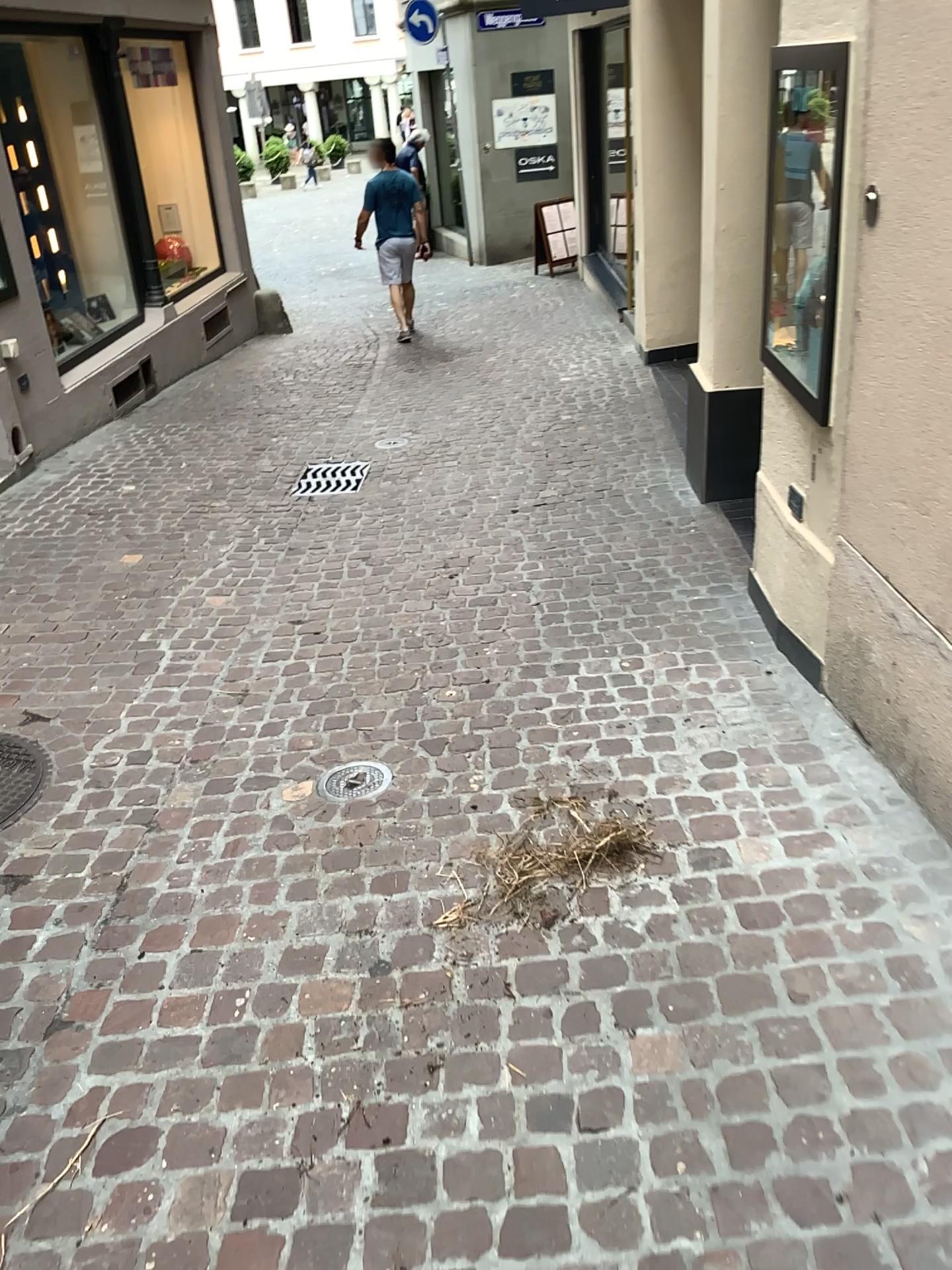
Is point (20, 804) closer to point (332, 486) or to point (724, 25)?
point (332, 486)

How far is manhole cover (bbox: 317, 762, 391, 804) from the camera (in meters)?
2.86

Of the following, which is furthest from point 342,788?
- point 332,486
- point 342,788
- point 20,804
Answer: point 332,486

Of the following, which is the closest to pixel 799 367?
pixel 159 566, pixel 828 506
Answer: pixel 828 506

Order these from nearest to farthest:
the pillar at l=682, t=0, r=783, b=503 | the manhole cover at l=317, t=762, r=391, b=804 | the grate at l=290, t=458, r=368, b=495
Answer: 1. the manhole cover at l=317, t=762, r=391, b=804
2. the pillar at l=682, t=0, r=783, b=503
3. the grate at l=290, t=458, r=368, b=495

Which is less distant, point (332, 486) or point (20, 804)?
point (20, 804)

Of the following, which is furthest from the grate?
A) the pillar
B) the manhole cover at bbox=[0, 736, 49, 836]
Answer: the manhole cover at bbox=[0, 736, 49, 836]

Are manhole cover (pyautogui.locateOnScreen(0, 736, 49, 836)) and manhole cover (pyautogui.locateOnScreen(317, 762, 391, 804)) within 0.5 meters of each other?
no

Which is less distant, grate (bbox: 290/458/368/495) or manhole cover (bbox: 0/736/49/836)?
manhole cover (bbox: 0/736/49/836)

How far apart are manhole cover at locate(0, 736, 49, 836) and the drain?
0.84m
